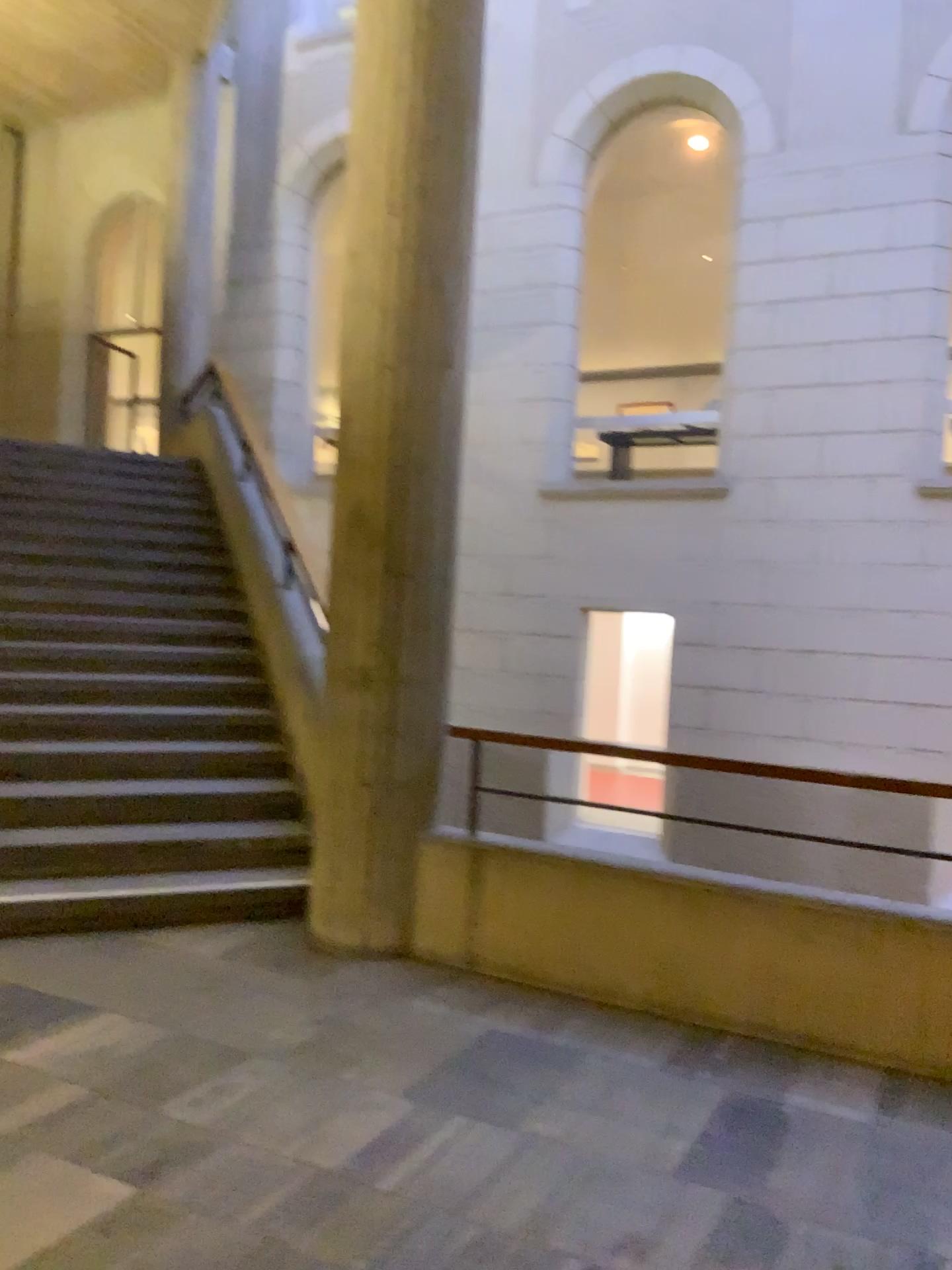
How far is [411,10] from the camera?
4.2 meters

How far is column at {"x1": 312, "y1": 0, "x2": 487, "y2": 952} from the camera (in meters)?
4.20

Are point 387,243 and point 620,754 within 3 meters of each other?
yes
